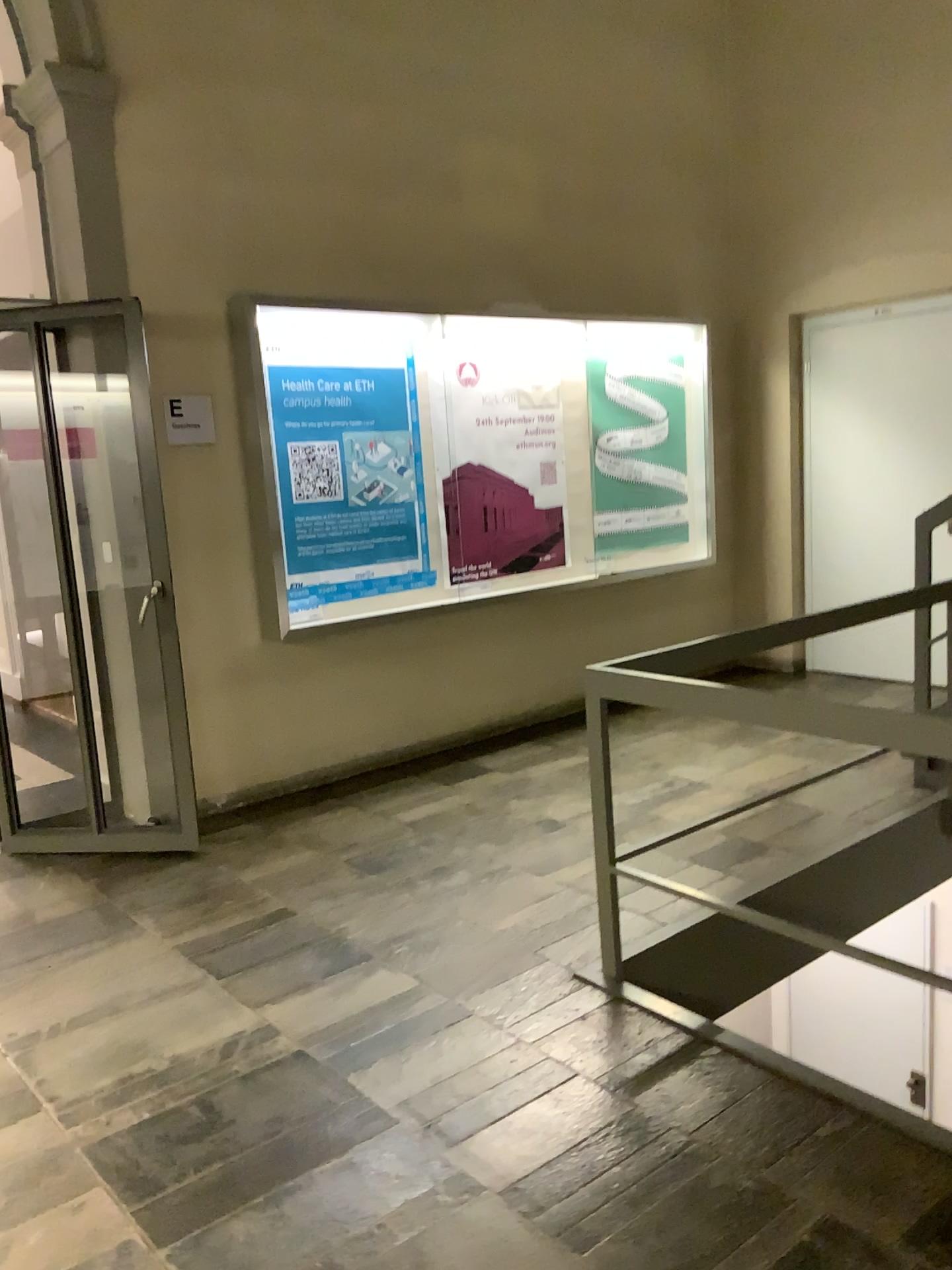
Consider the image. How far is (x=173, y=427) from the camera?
4.4m

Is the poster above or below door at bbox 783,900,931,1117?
above

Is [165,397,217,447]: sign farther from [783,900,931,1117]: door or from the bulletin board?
[783,900,931,1117]: door

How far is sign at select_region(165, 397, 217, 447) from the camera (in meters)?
4.44

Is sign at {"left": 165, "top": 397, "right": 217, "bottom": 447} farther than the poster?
No

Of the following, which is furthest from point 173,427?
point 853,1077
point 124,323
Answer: point 853,1077

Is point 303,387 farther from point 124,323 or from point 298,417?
point 124,323

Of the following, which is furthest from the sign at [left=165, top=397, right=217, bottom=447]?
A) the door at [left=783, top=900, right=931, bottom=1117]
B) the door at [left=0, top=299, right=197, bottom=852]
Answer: the door at [left=783, top=900, right=931, bottom=1117]

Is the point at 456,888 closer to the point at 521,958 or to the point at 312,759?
the point at 521,958

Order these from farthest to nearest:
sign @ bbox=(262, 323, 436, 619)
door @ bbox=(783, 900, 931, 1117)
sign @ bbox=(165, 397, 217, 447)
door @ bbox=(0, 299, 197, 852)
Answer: sign @ bbox=(262, 323, 436, 619)
sign @ bbox=(165, 397, 217, 447)
door @ bbox=(0, 299, 197, 852)
door @ bbox=(783, 900, 931, 1117)
